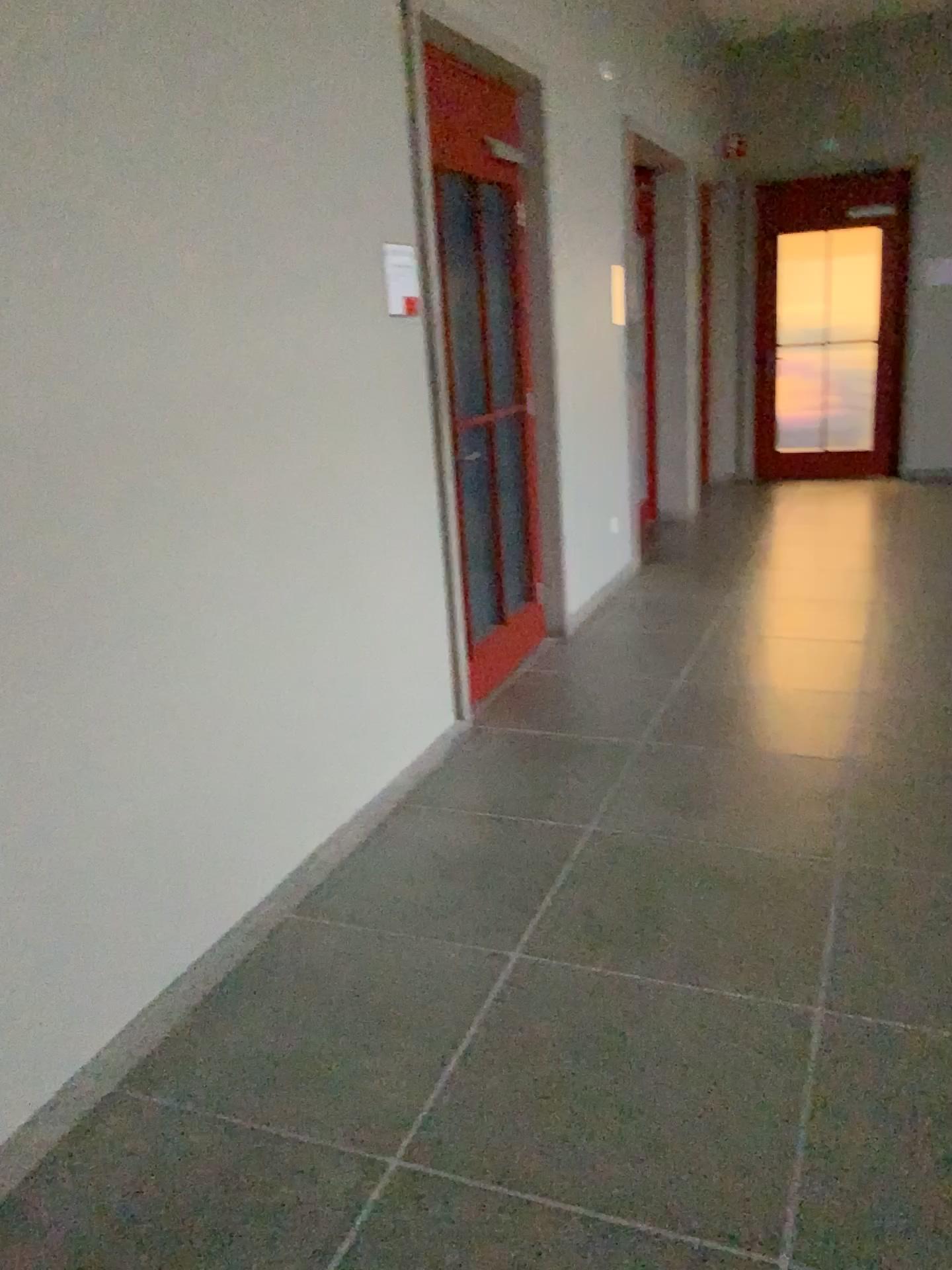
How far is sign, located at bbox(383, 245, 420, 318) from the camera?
3.28m

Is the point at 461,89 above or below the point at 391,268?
above

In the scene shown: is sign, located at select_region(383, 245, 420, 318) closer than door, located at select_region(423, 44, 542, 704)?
Yes

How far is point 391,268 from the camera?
3.28m

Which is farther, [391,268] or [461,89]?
[461,89]

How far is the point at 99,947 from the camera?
2.2m
